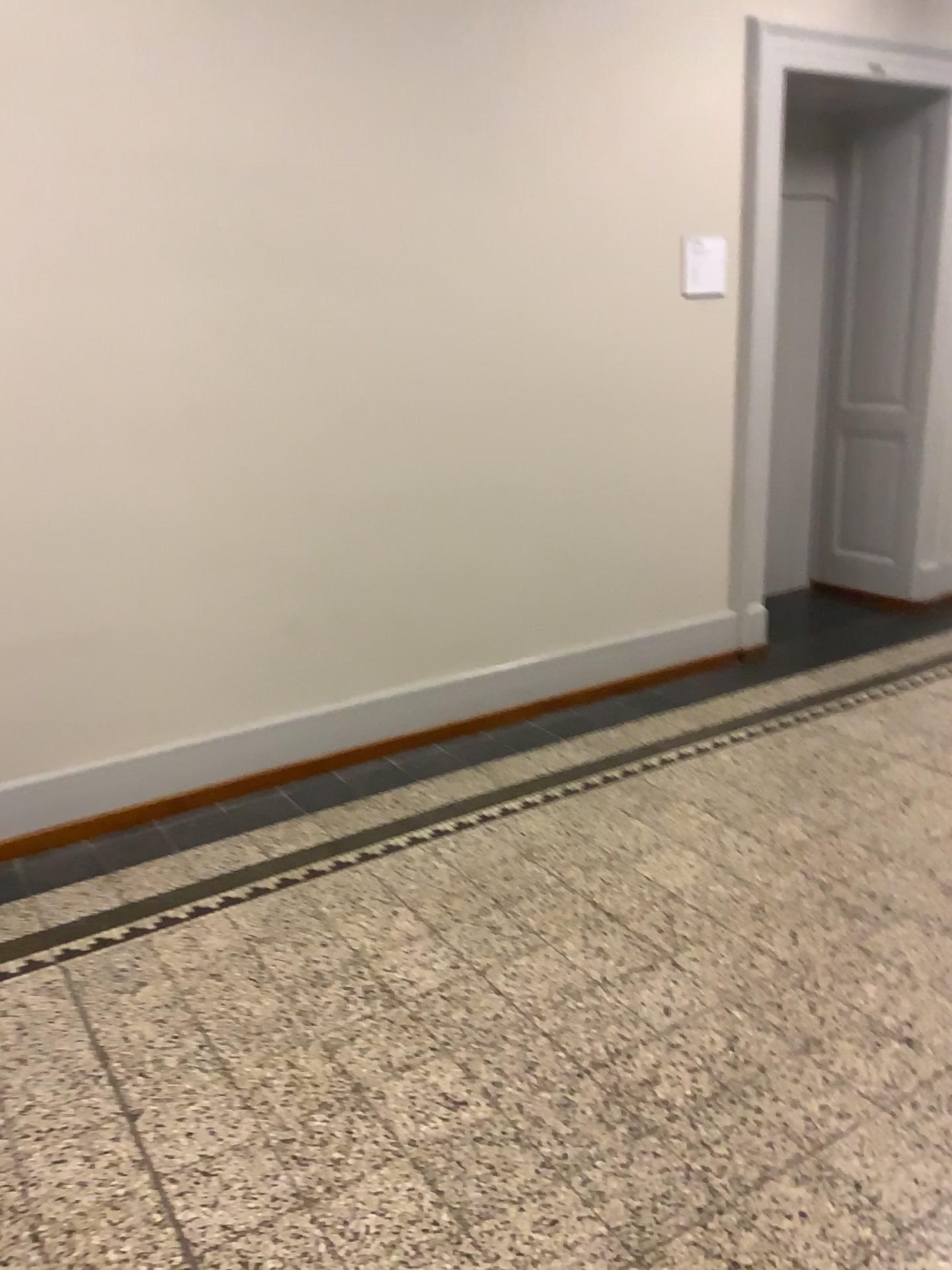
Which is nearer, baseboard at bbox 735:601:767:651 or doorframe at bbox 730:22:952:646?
doorframe at bbox 730:22:952:646

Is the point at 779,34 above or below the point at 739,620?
above

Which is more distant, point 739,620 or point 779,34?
point 739,620

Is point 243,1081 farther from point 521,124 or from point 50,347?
point 521,124
